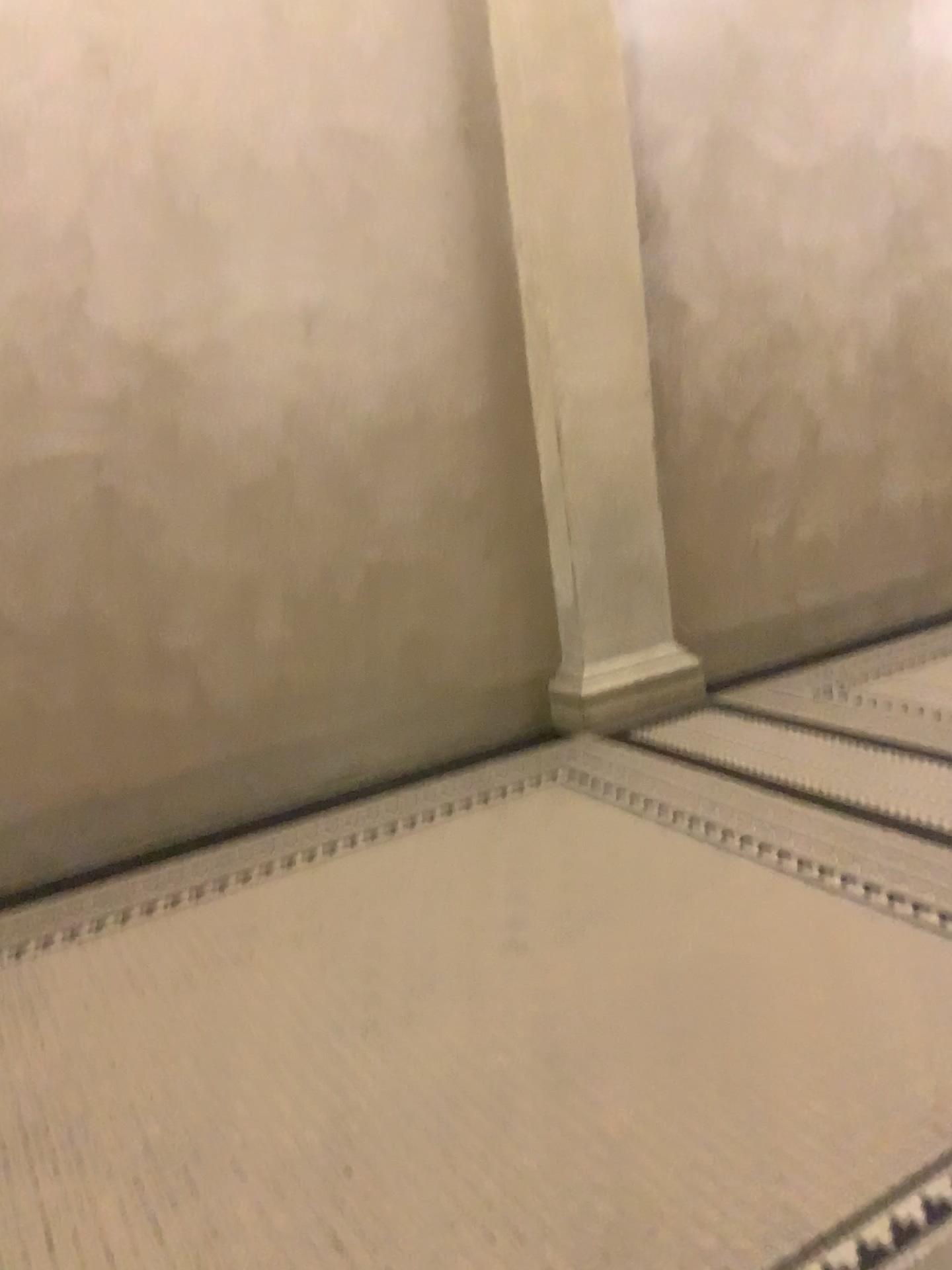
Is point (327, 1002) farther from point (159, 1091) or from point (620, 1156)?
point (620, 1156)
